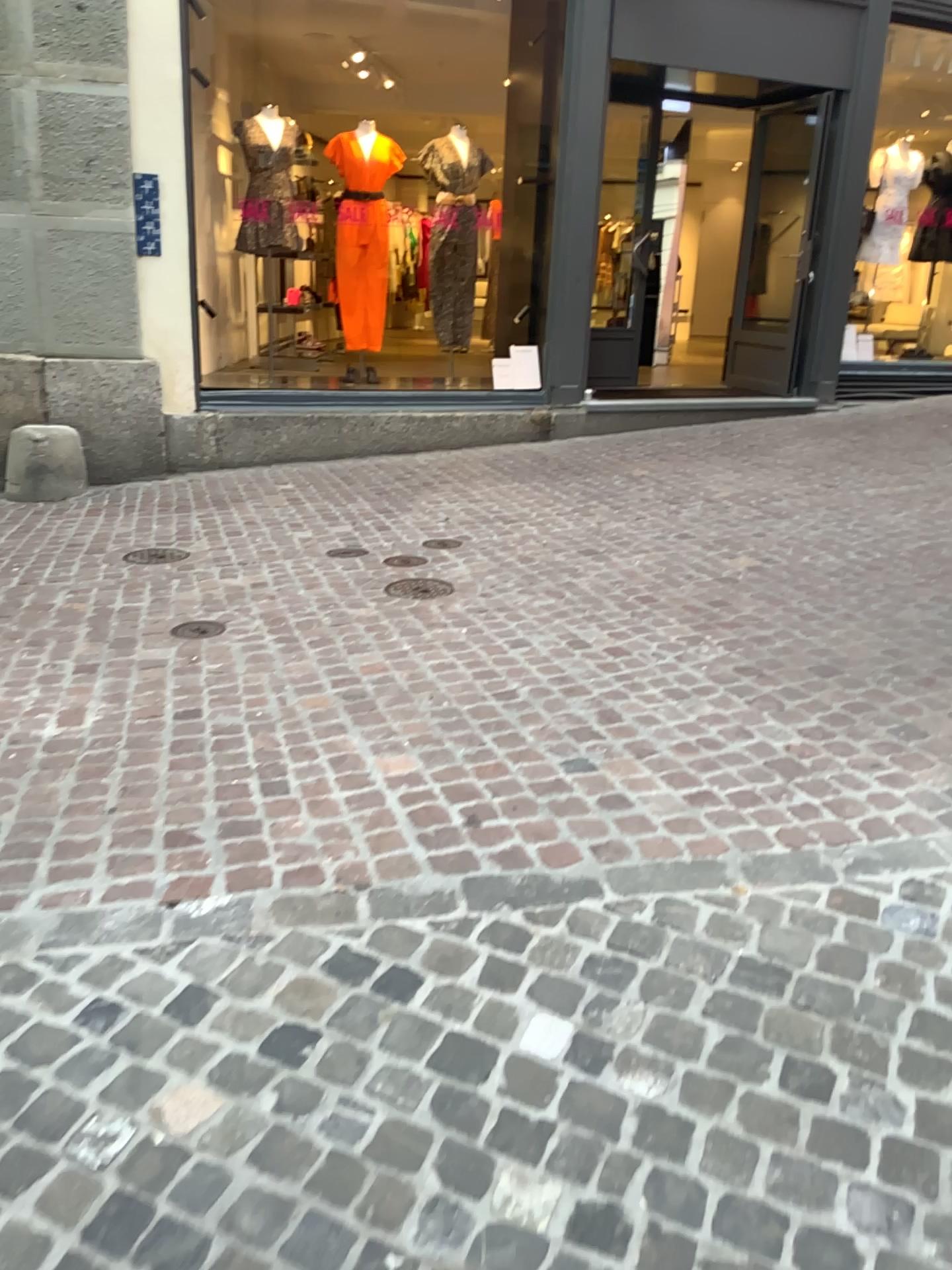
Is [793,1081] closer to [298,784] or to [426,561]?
[298,784]
